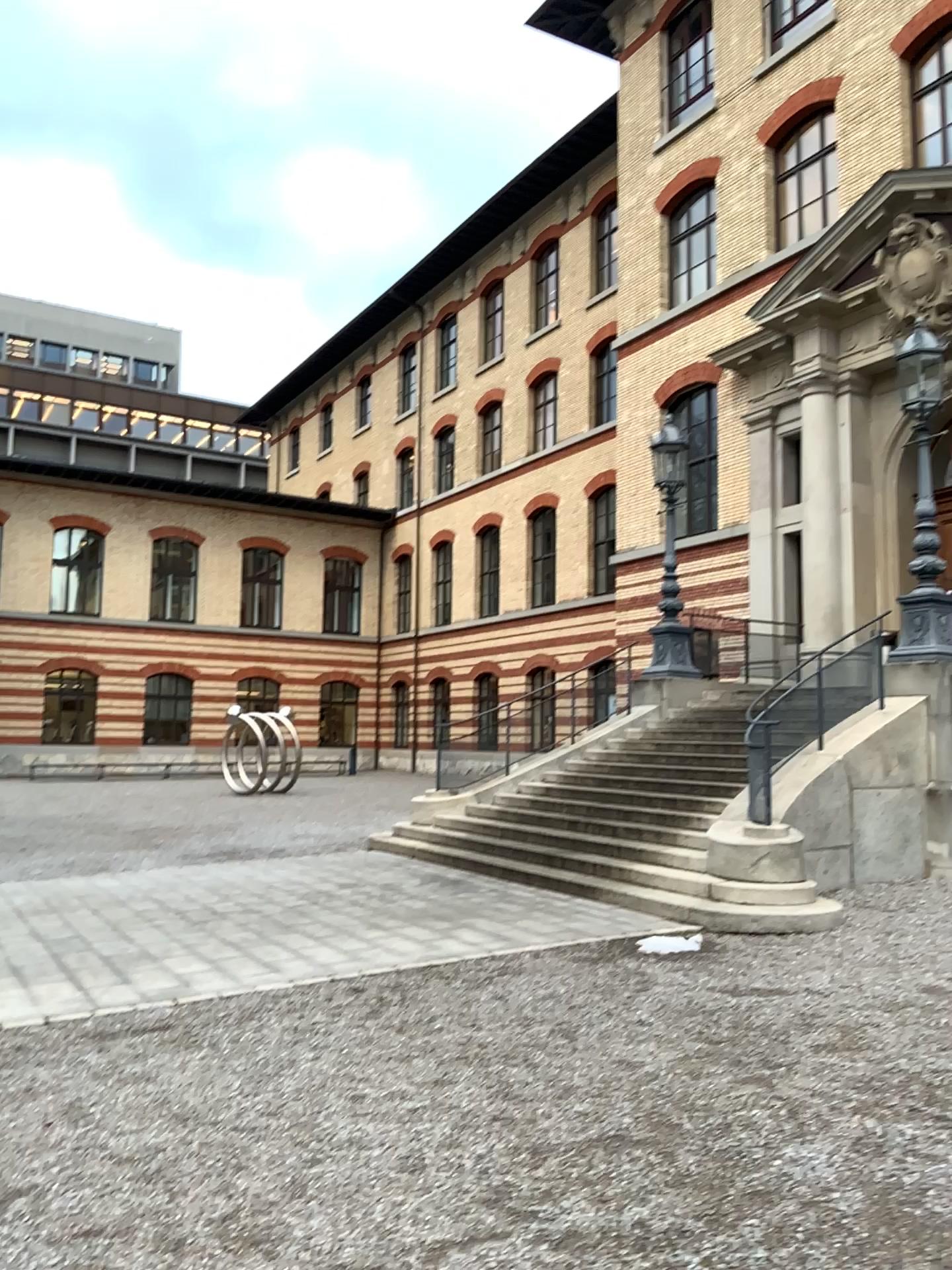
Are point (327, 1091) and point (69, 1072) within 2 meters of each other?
yes
